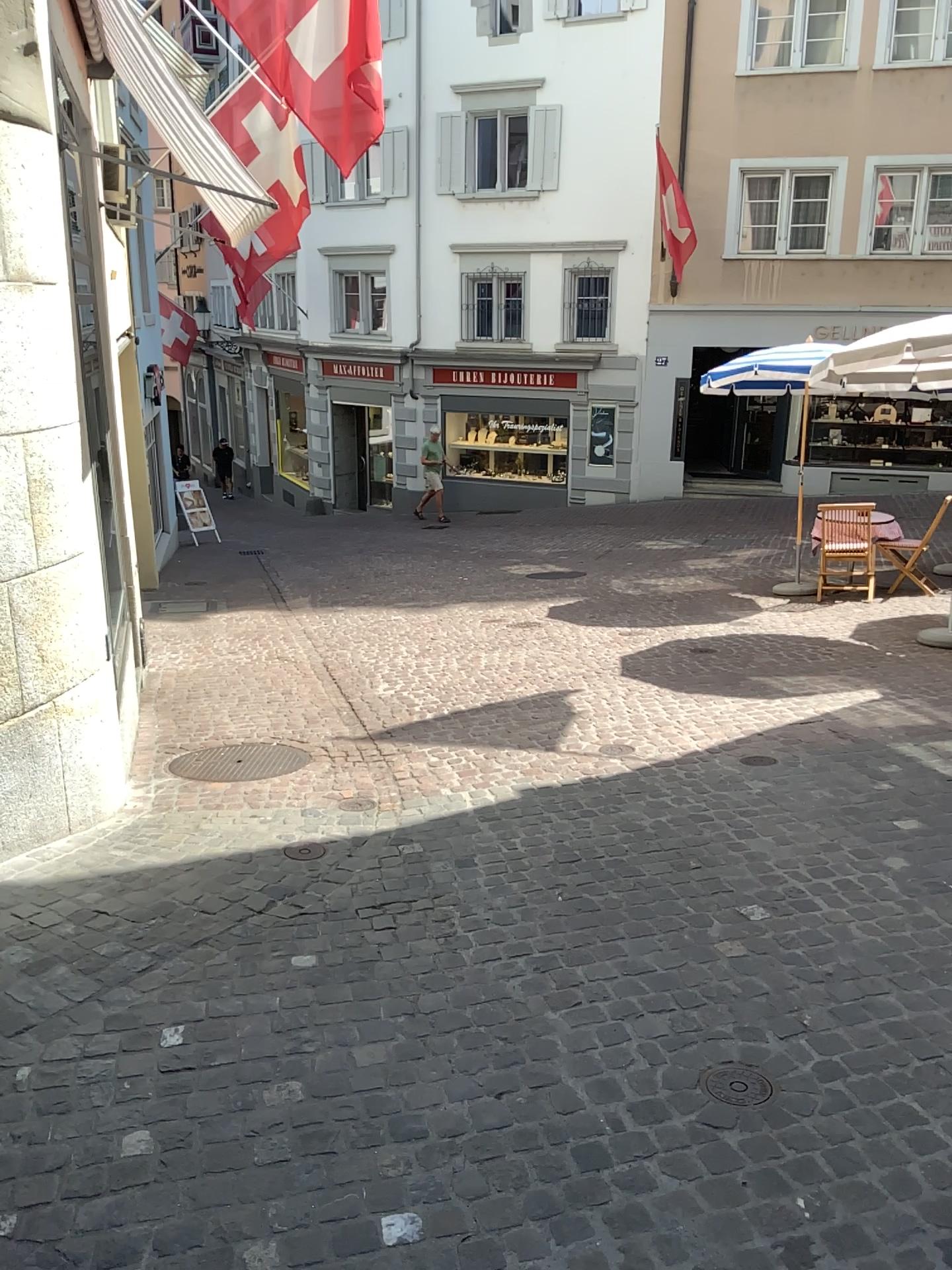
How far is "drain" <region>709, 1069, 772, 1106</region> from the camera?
2.6 meters

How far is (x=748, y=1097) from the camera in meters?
2.6 m

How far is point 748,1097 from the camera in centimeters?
255cm

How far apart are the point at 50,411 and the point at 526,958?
2.55m

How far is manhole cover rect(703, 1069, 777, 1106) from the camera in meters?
2.6 m
